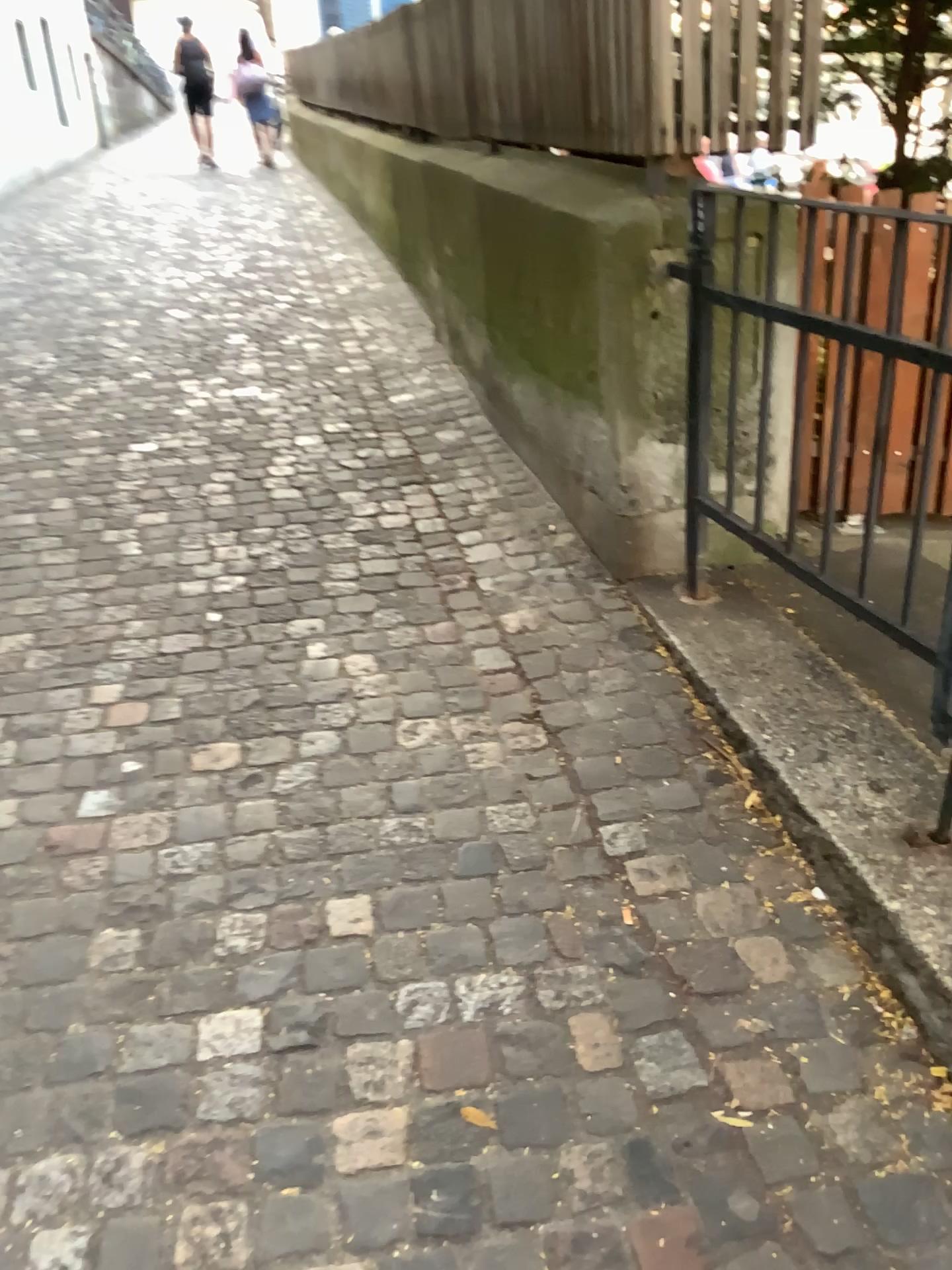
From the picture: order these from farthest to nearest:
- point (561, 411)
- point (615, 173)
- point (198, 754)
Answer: point (561, 411) → point (615, 173) → point (198, 754)
